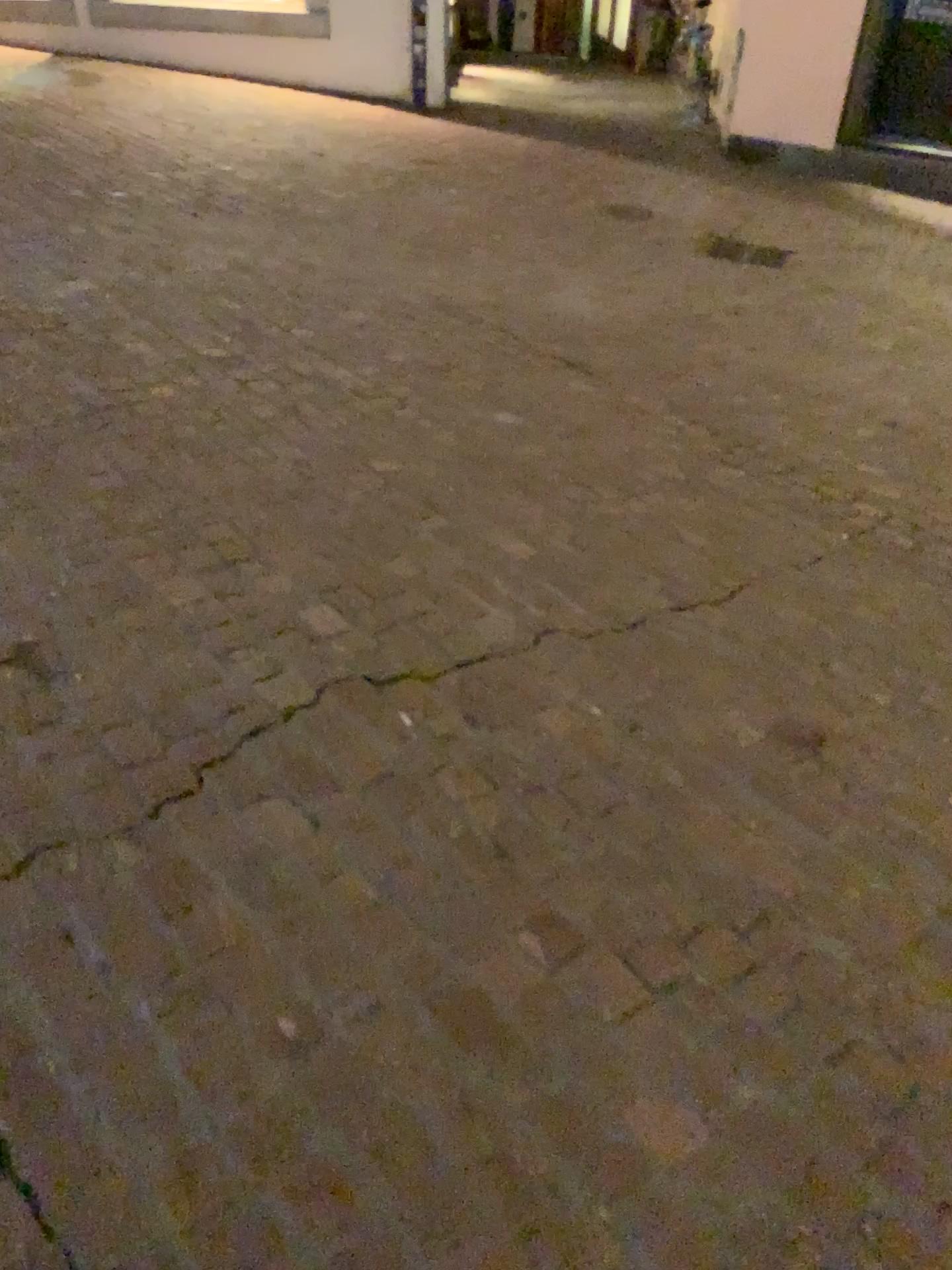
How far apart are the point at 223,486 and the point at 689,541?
1.3m
